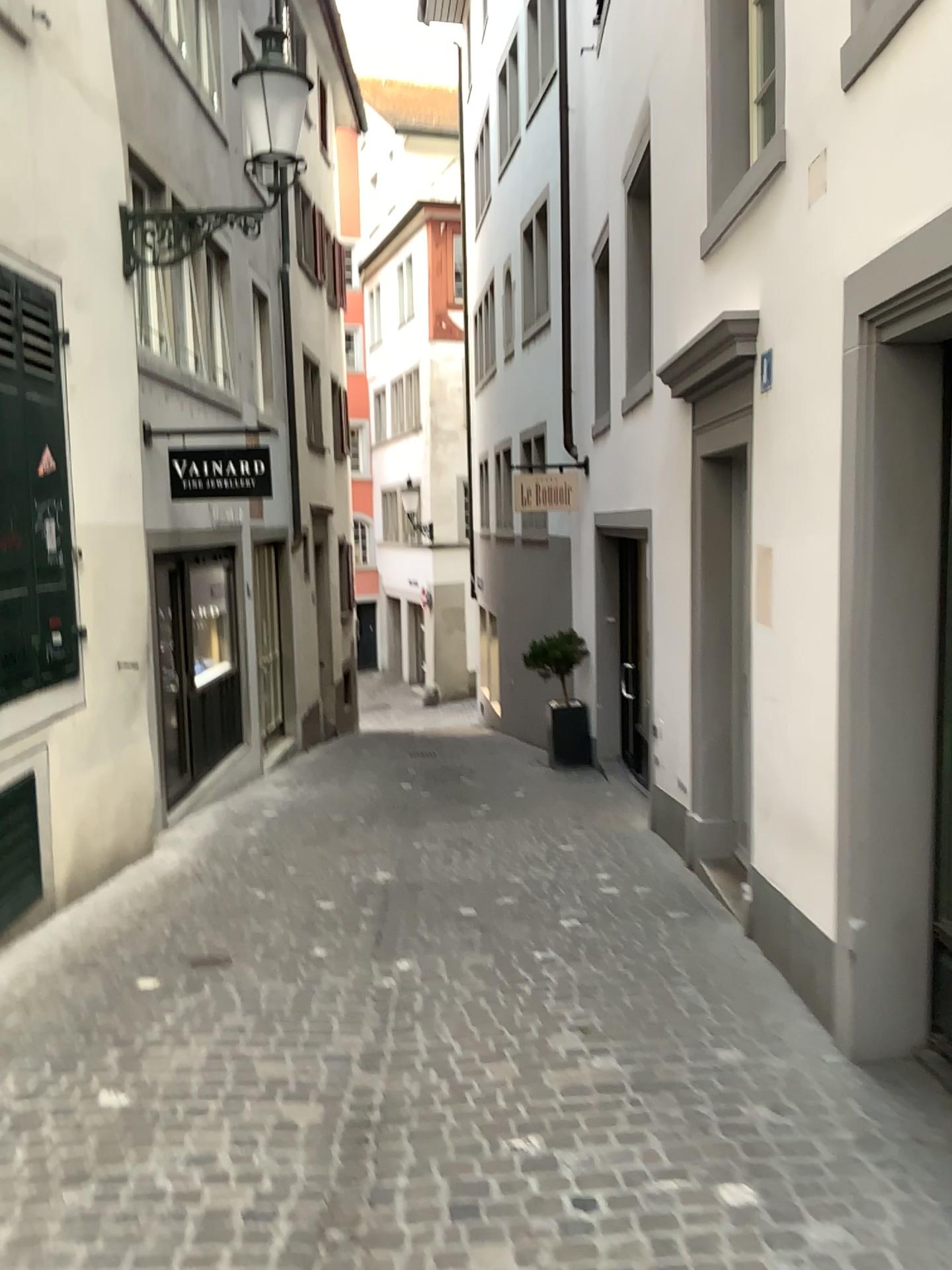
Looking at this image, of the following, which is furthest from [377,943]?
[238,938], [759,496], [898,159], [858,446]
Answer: [898,159]
